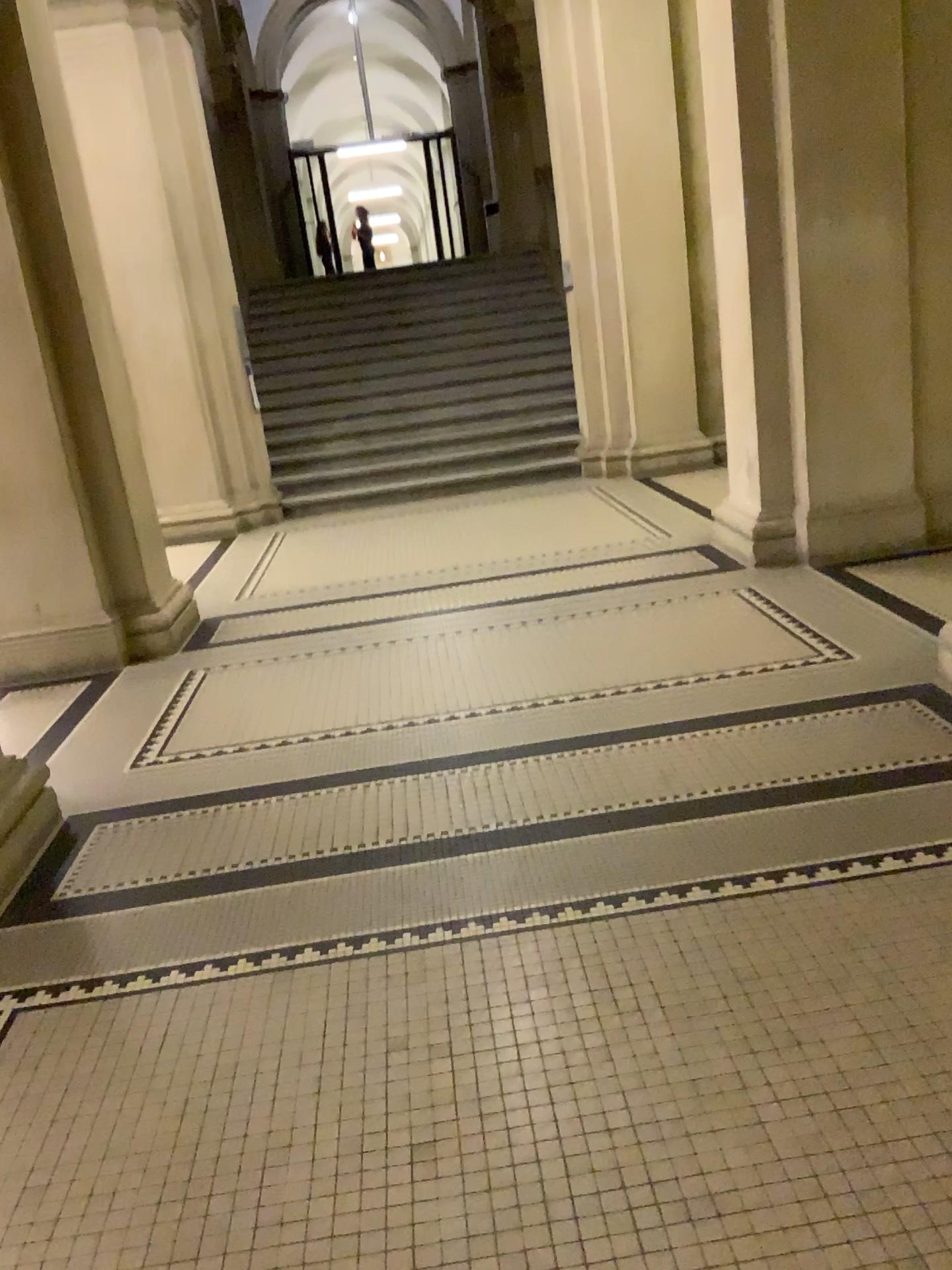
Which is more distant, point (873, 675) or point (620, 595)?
point (620, 595)
